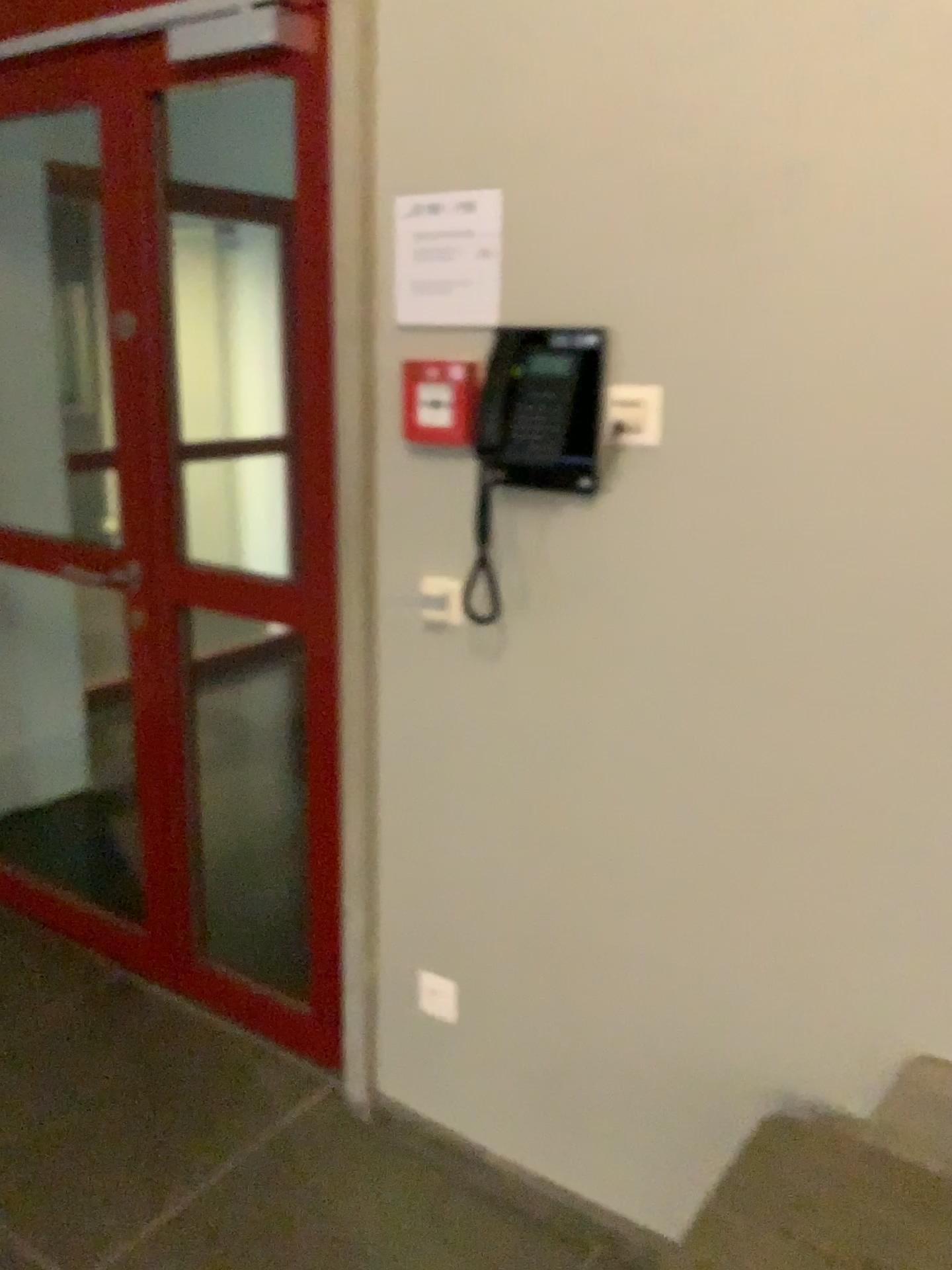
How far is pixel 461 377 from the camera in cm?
178

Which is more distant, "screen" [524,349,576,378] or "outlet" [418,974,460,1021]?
"outlet" [418,974,460,1021]

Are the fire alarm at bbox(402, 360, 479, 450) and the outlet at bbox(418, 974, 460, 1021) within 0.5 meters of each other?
no

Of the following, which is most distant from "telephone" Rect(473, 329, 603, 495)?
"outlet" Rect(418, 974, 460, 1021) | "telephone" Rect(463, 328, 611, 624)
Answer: "outlet" Rect(418, 974, 460, 1021)

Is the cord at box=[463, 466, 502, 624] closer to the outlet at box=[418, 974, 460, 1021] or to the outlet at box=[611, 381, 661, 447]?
the outlet at box=[611, 381, 661, 447]

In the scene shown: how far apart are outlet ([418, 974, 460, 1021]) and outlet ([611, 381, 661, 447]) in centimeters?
112cm

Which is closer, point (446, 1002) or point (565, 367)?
point (565, 367)

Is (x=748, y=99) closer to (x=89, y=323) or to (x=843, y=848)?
(x=843, y=848)

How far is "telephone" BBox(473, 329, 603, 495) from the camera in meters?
1.6

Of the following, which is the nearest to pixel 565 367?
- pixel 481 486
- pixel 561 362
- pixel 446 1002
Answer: pixel 561 362
